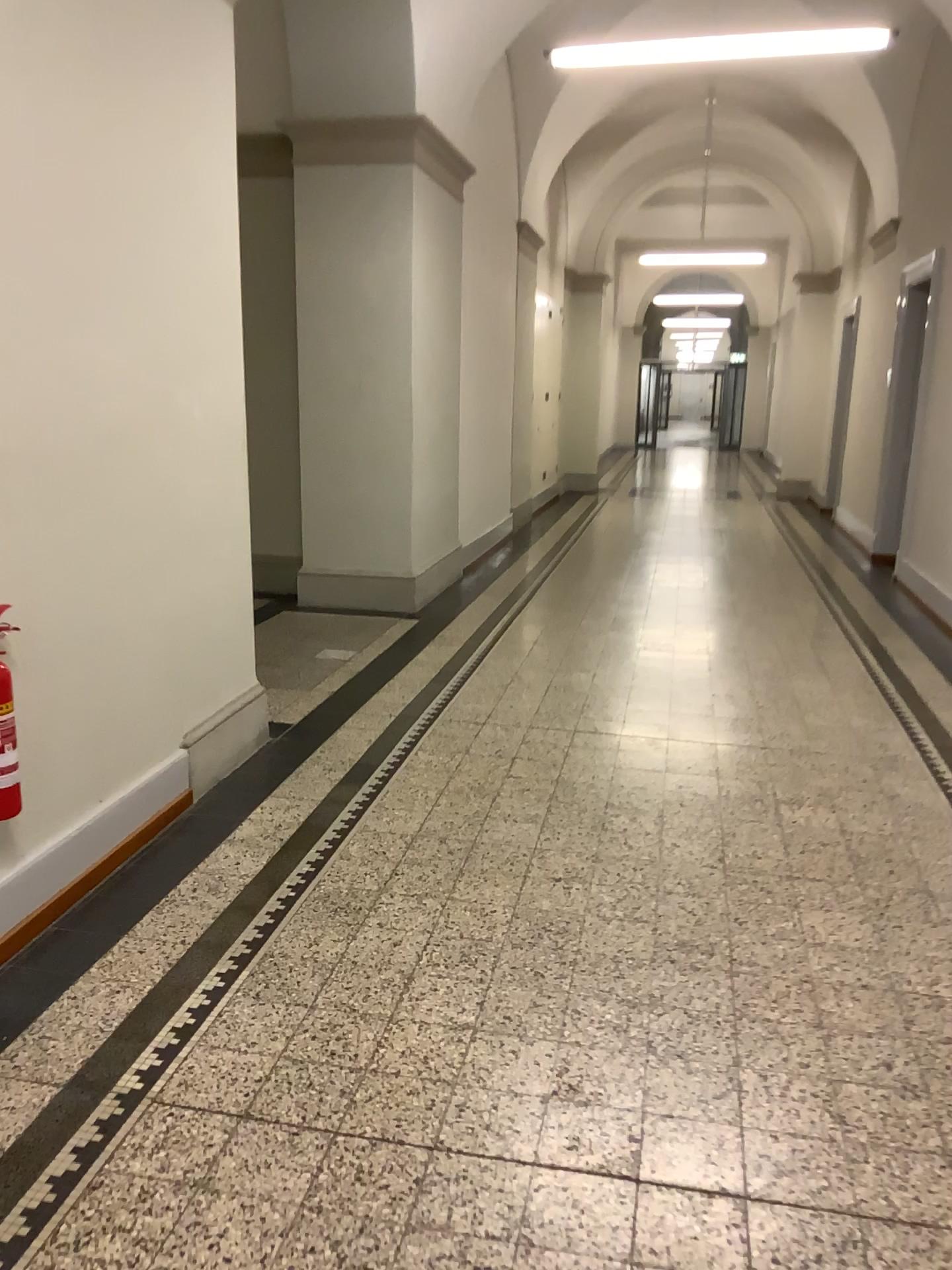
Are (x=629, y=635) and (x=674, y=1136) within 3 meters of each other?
no
